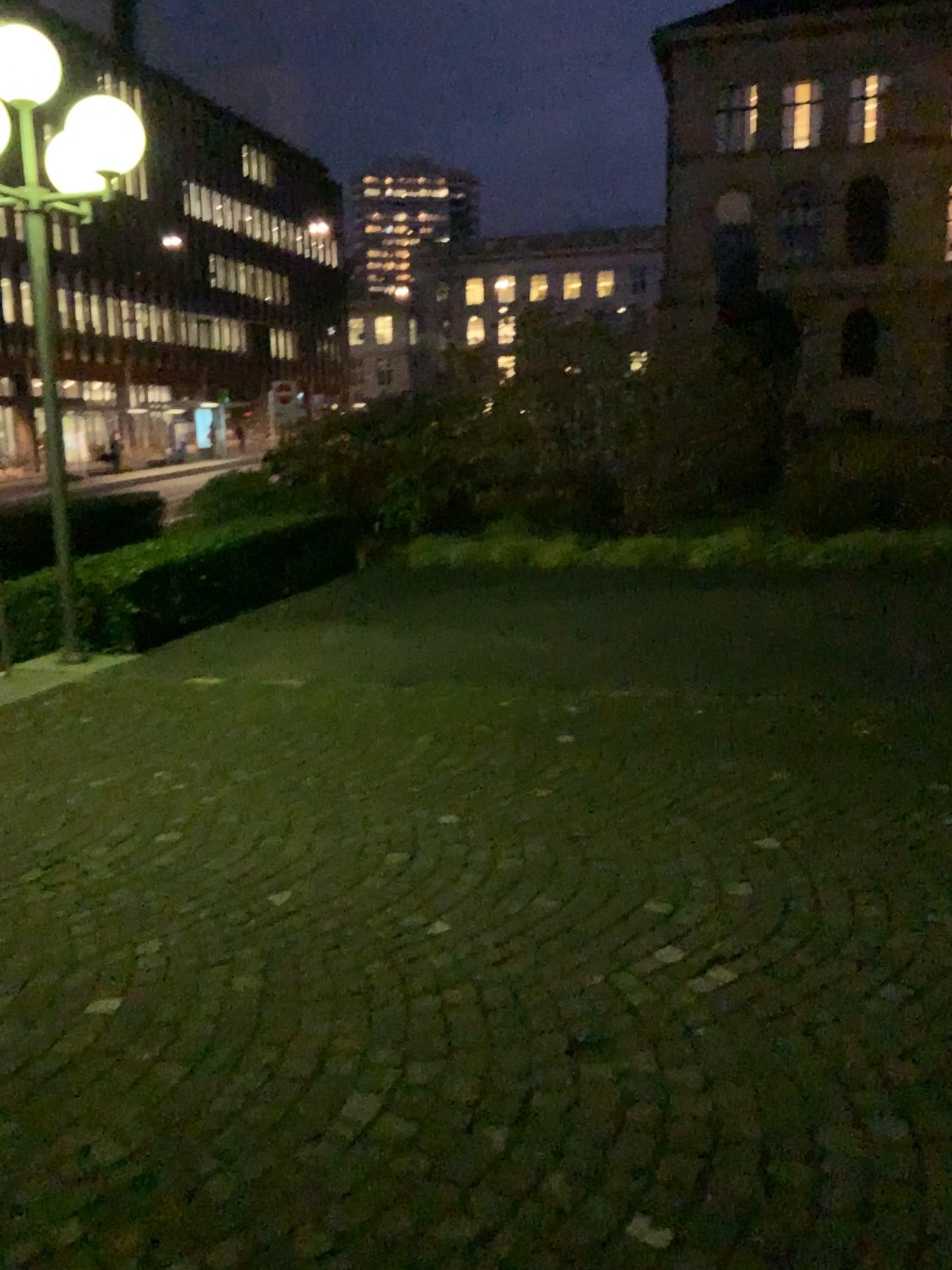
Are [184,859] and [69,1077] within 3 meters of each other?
yes
